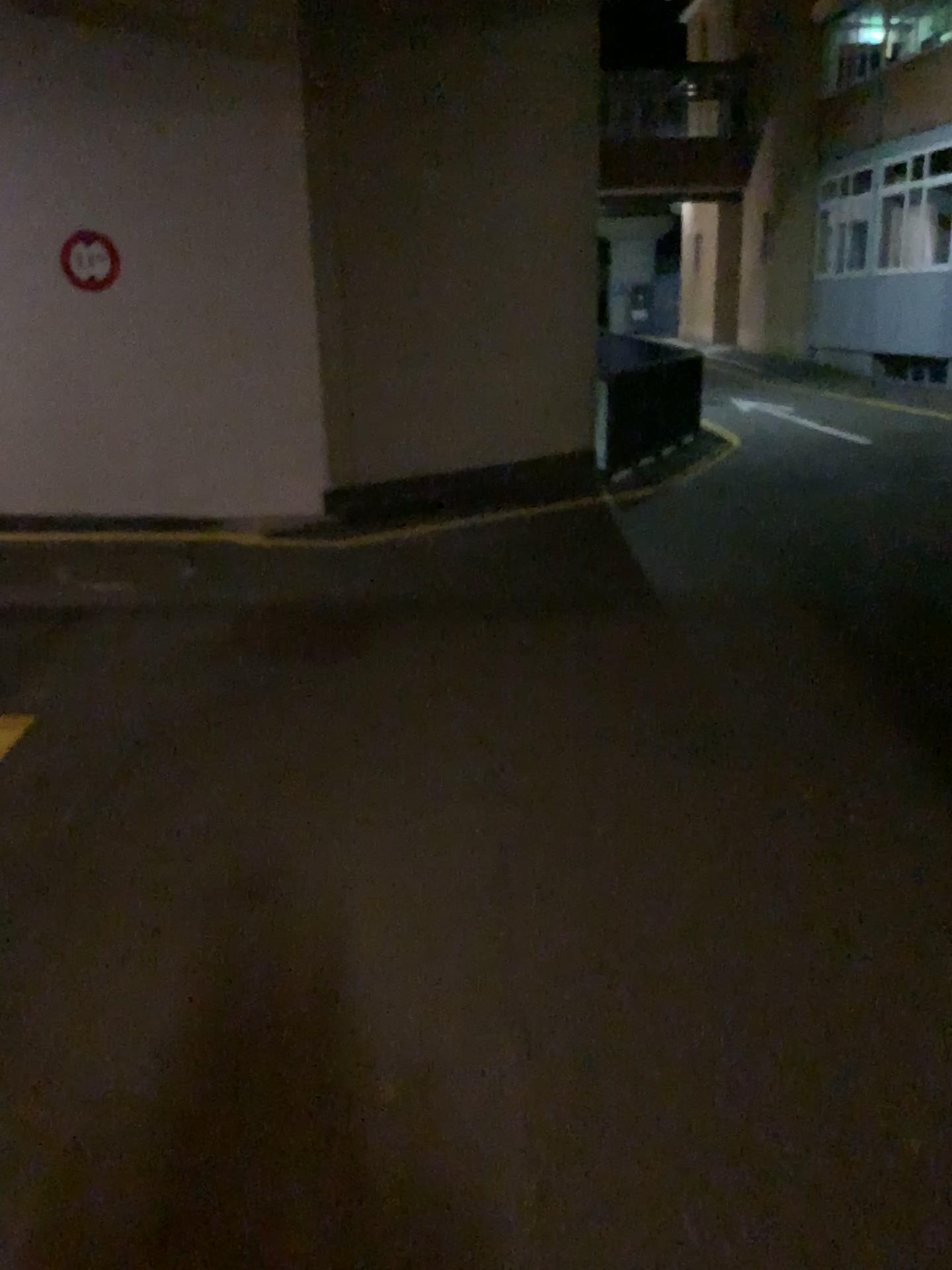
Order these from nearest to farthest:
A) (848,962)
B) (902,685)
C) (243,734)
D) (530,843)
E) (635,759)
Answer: (848,962), (530,843), (635,759), (243,734), (902,685)
